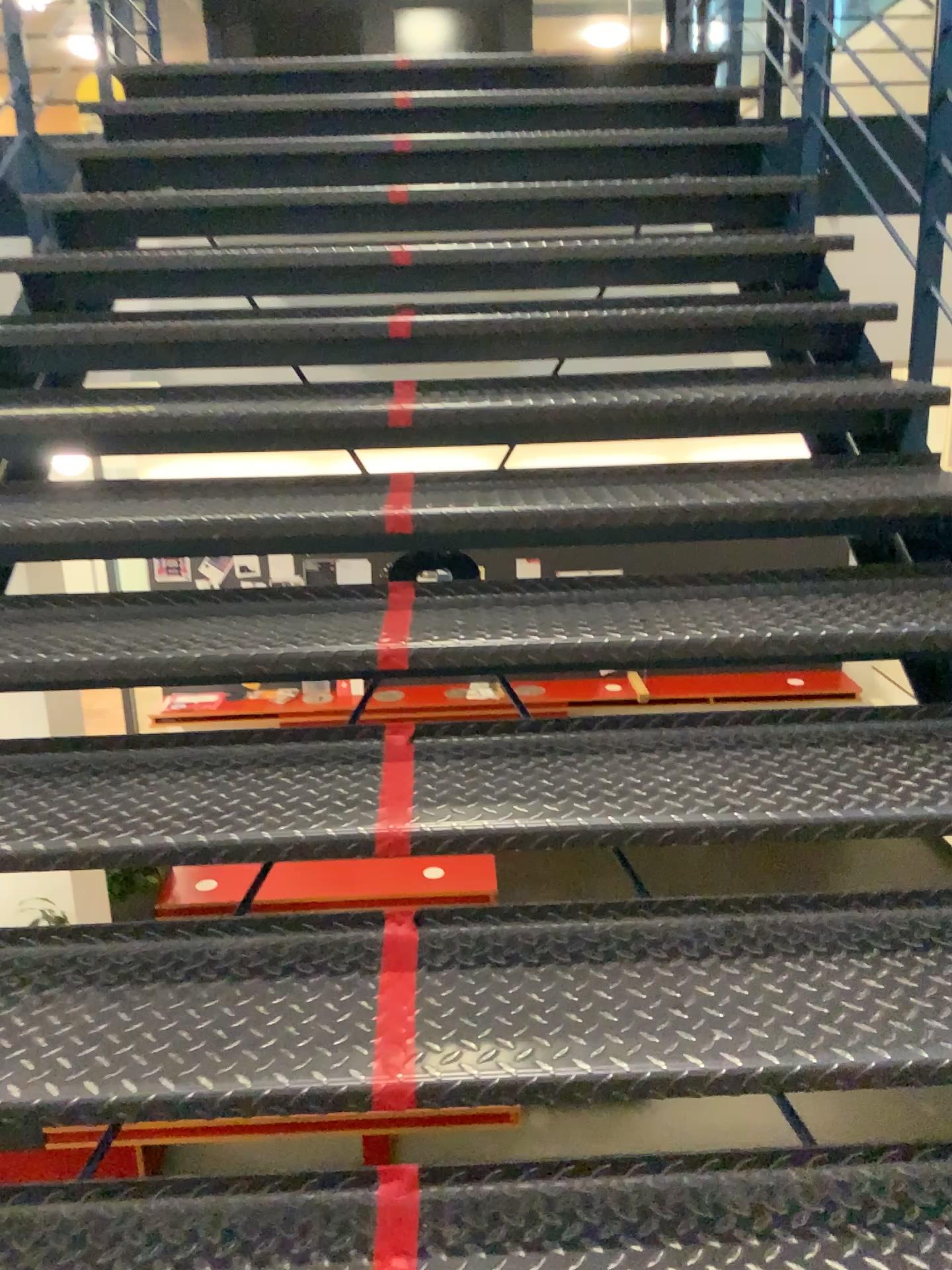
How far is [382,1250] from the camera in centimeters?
118cm

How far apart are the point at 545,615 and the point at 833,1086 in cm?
84

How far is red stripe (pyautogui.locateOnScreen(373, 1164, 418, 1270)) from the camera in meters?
1.2 m
